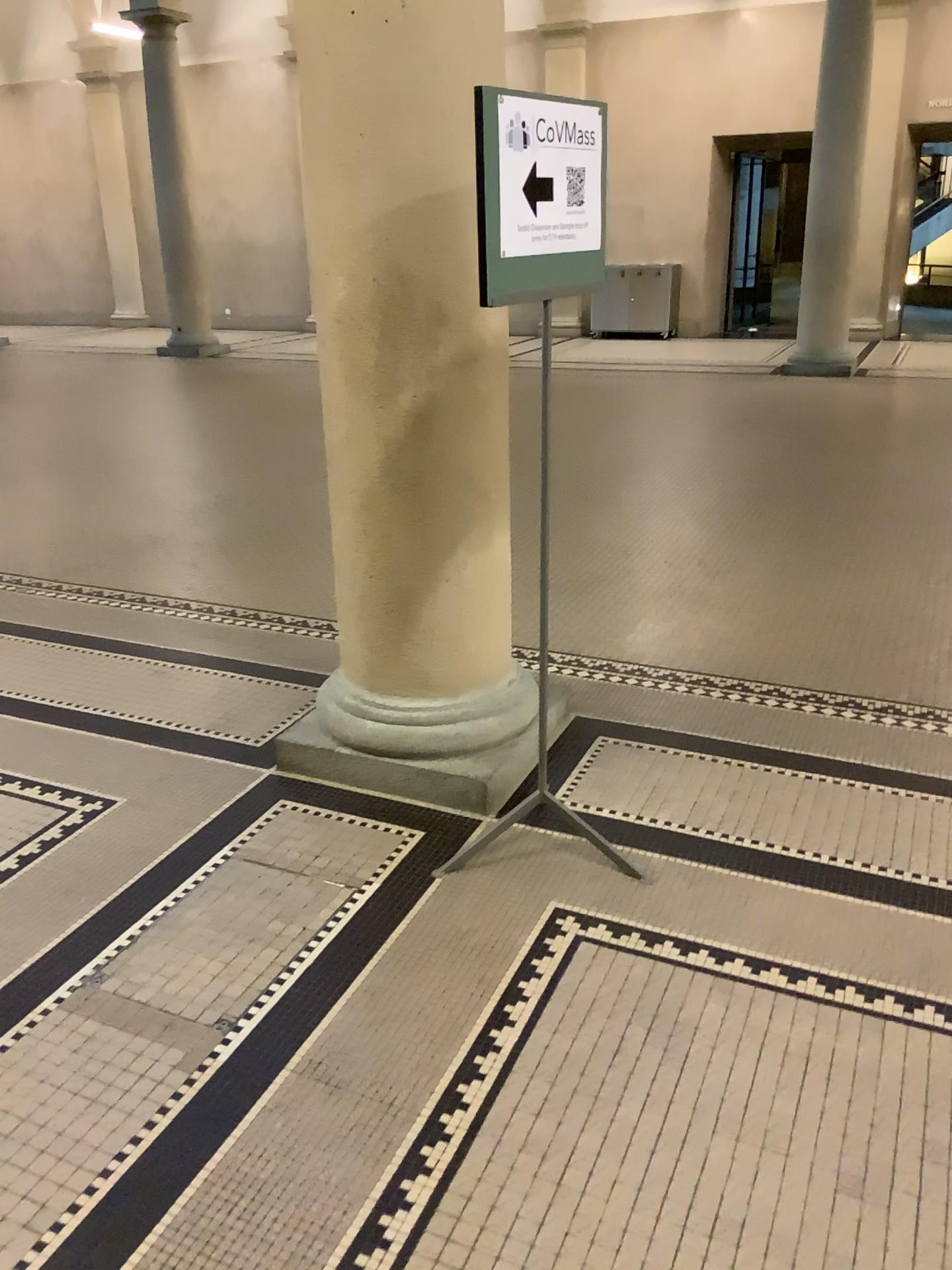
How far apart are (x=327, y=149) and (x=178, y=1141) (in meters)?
2.25
